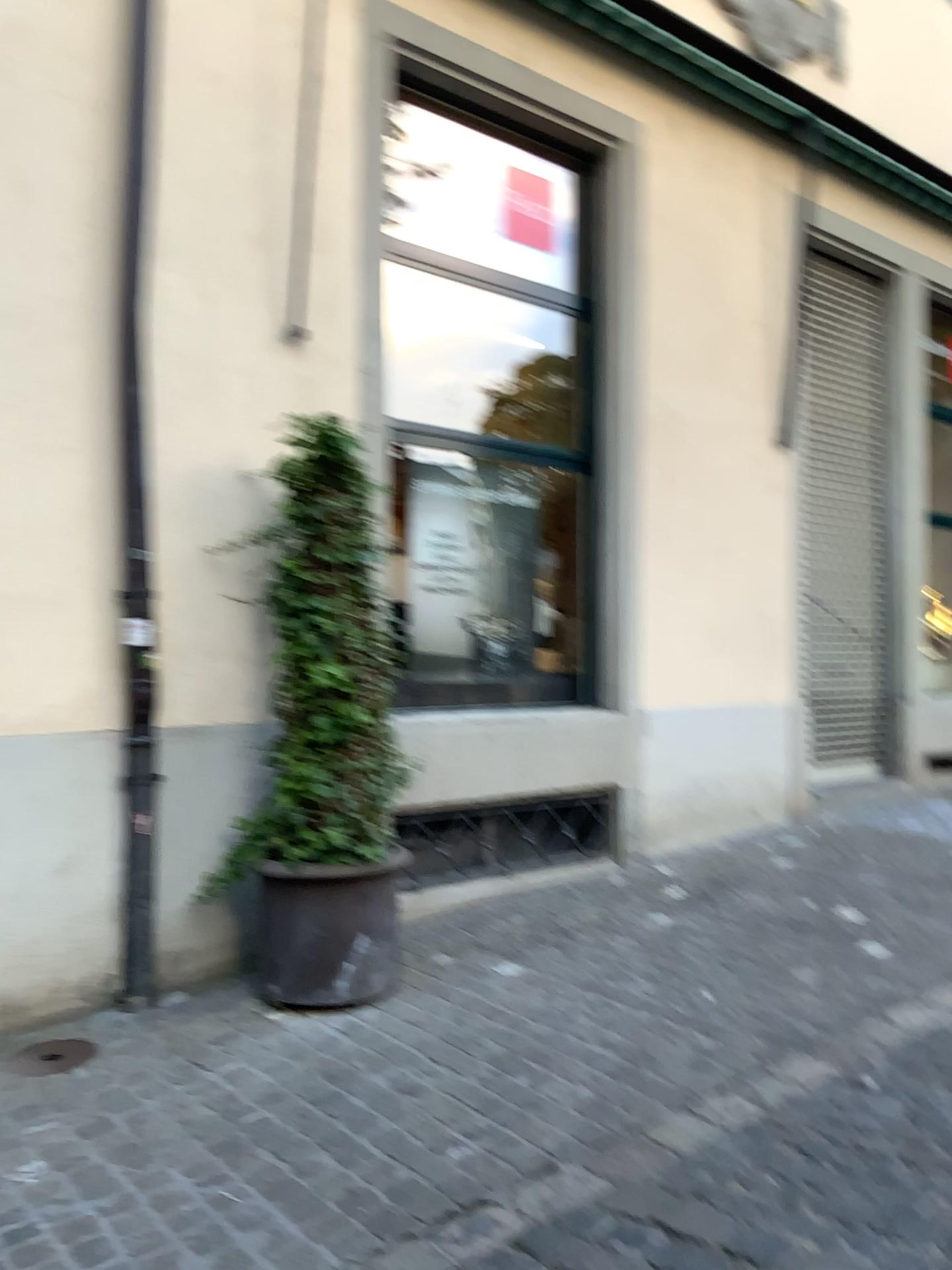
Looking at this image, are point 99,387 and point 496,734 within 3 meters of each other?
yes

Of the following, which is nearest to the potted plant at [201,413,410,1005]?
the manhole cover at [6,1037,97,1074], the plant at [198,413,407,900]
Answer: the plant at [198,413,407,900]

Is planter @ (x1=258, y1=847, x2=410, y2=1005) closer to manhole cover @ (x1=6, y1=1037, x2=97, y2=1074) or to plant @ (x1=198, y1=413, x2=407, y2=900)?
plant @ (x1=198, y1=413, x2=407, y2=900)

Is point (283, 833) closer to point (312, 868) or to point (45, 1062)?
point (312, 868)

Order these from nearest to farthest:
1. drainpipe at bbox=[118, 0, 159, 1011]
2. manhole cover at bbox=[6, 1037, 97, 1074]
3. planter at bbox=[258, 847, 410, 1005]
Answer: manhole cover at bbox=[6, 1037, 97, 1074] < planter at bbox=[258, 847, 410, 1005] < drainpipe at bbox=[118, 0, 159, 1011]

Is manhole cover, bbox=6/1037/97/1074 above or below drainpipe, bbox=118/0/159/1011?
below

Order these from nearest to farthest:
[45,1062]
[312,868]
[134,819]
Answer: [45,1062]
[312,868]
[134,819]

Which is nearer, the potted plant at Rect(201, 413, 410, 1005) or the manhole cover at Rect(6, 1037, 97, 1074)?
the manhole cover at Rect(6, 1037, 97, 1074)

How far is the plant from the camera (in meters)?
3.77

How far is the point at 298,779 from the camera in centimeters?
377cm
